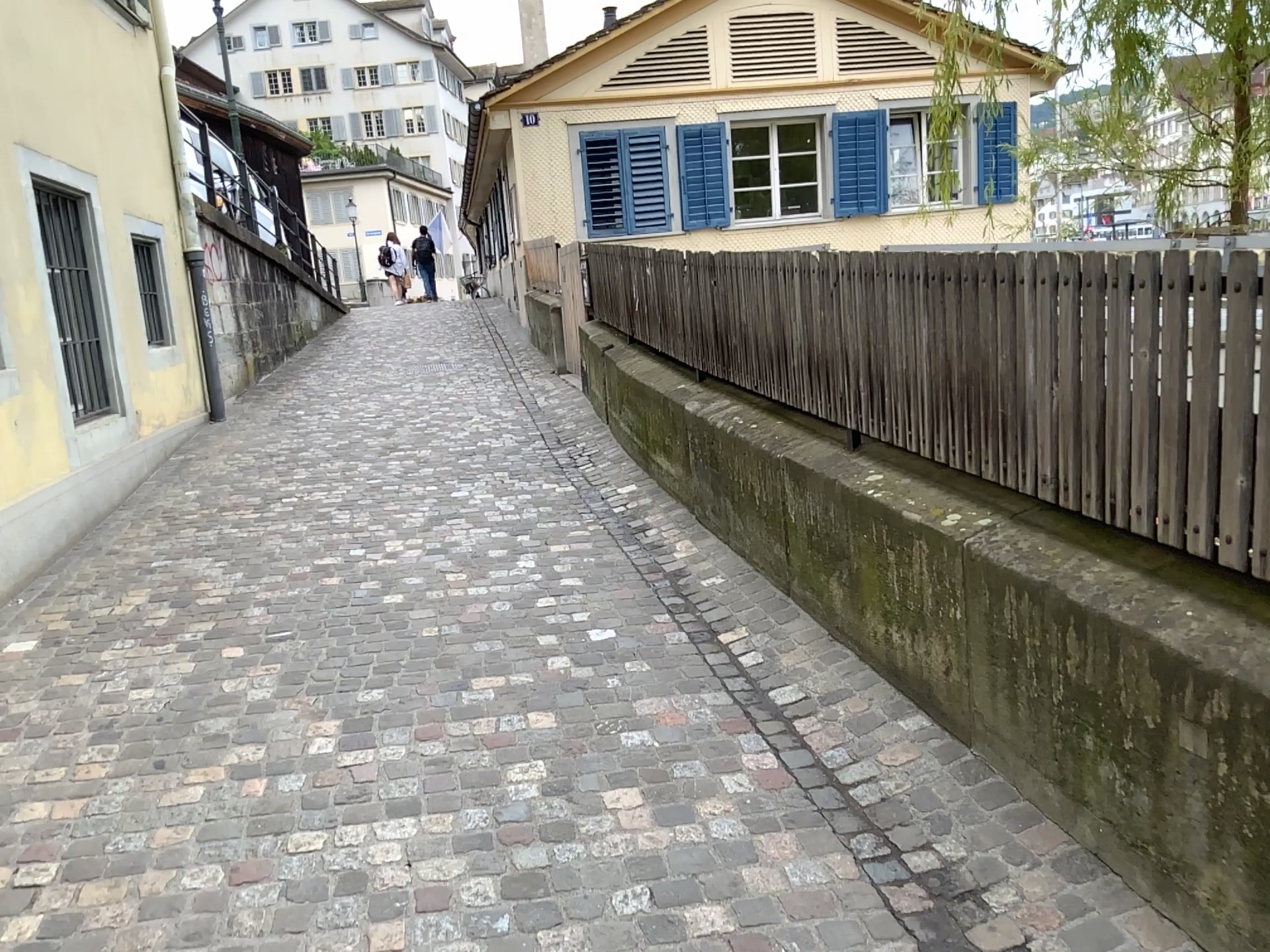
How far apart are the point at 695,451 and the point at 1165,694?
3.1m
